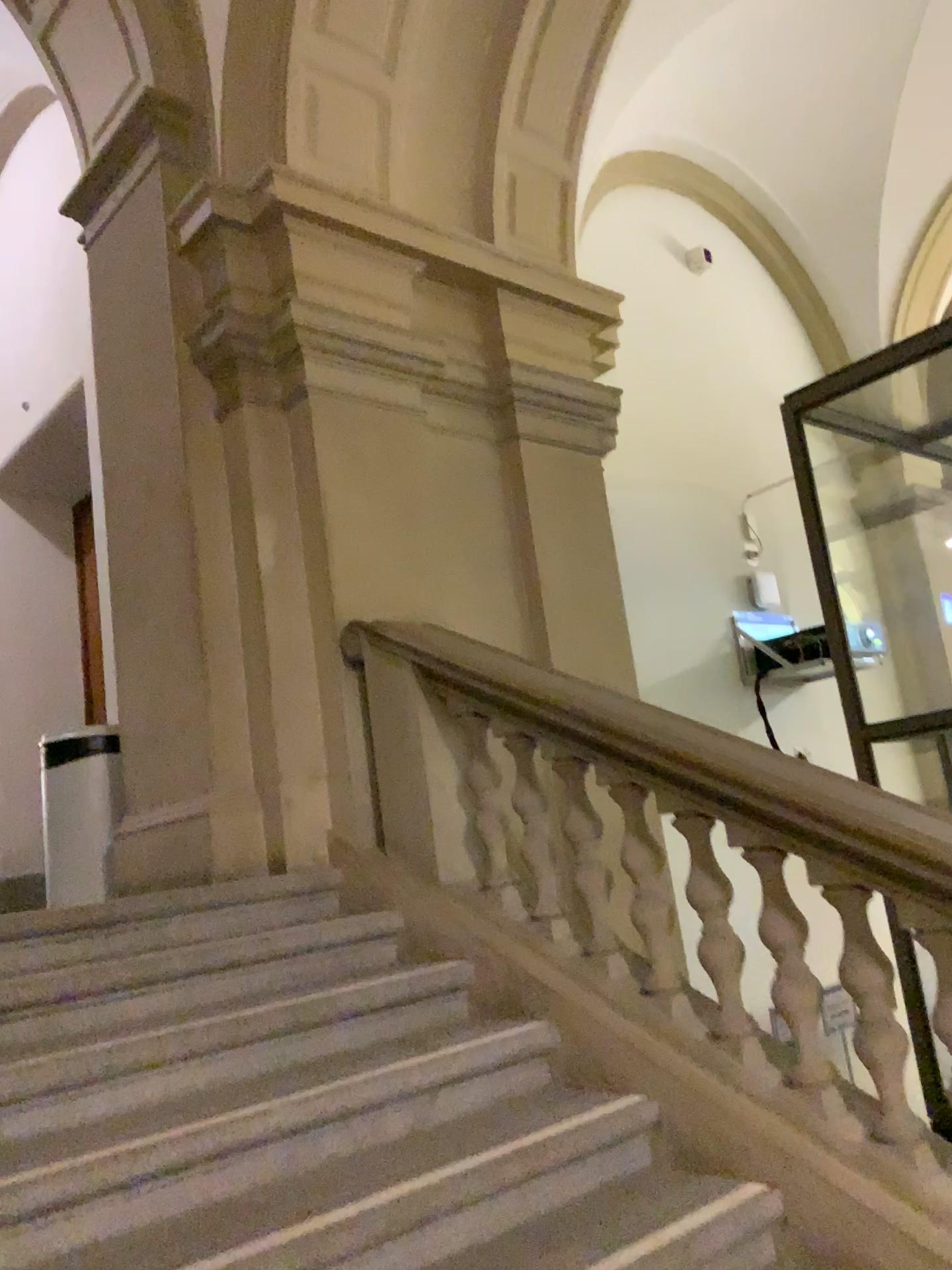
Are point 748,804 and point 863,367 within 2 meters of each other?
no
